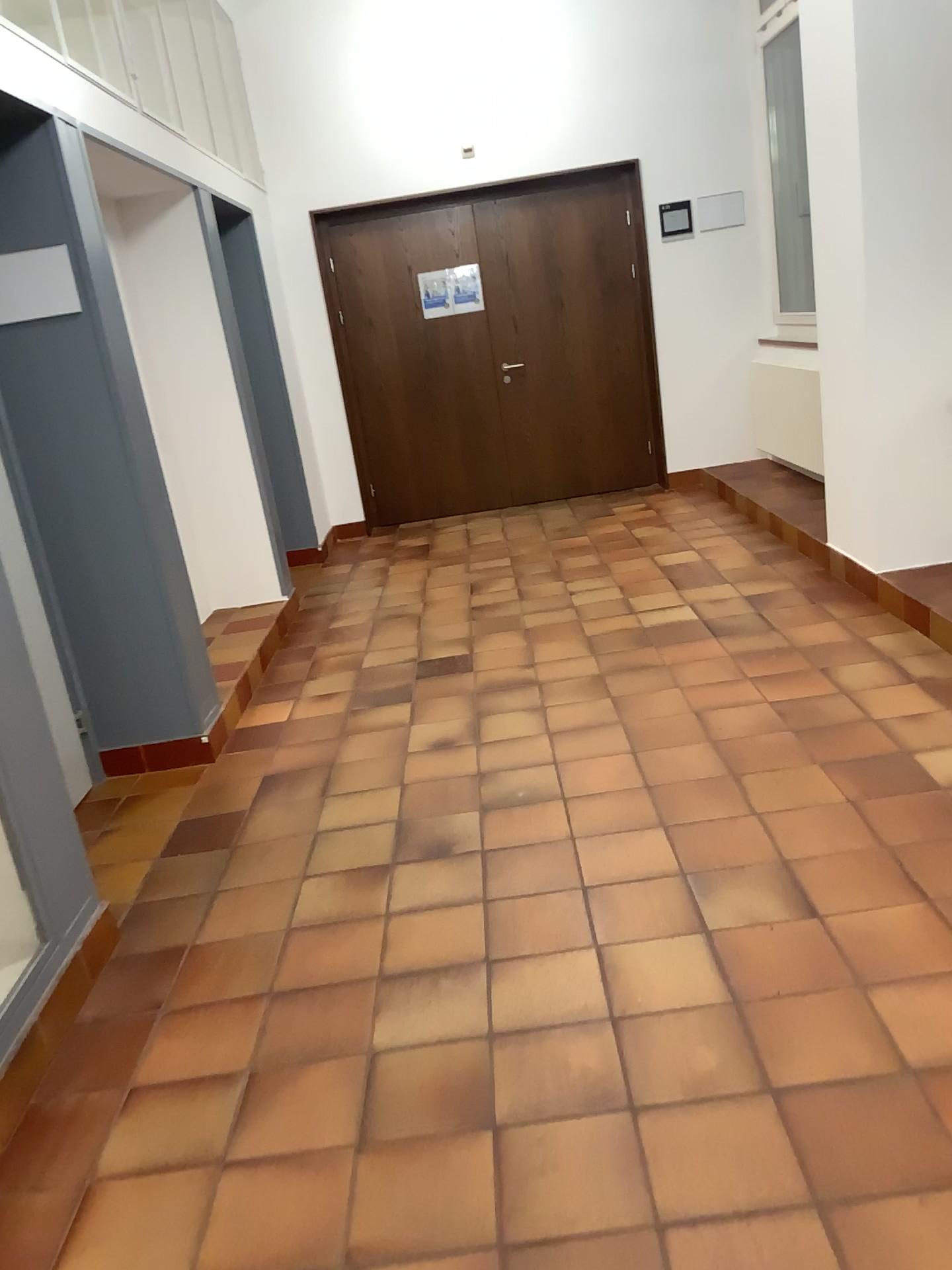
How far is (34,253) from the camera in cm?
334

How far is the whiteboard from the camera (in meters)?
3.34

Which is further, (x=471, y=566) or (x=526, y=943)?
(x=471, y=566)
